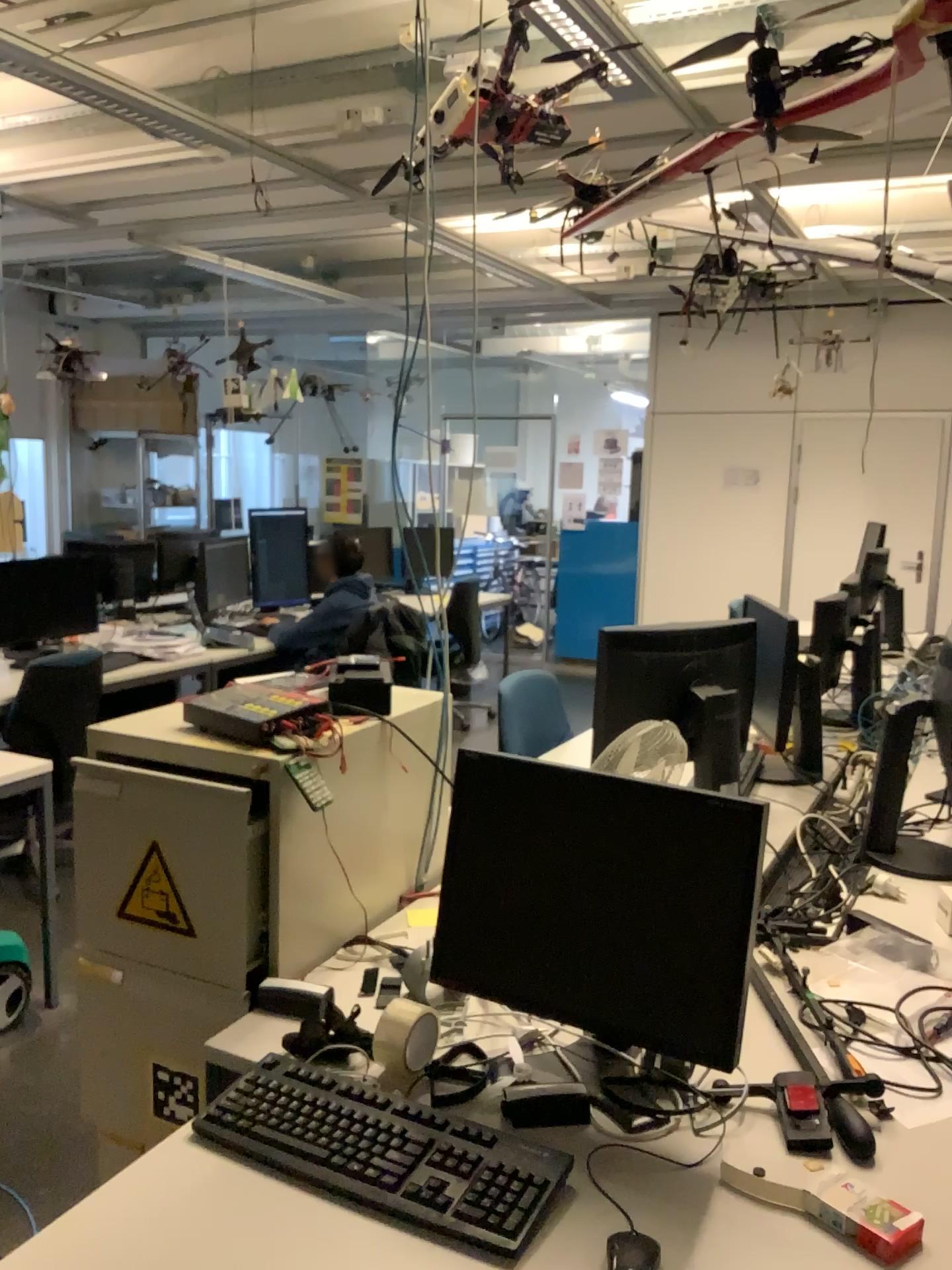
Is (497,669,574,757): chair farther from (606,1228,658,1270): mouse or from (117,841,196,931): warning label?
(606,1228,658,1270): mouse

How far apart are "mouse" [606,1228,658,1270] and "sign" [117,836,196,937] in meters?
0.9

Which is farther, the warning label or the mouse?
the warning label

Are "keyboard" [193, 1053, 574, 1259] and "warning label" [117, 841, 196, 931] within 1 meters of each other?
yes

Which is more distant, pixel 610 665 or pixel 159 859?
pixel 610 665

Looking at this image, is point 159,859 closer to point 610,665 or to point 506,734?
point 610,665

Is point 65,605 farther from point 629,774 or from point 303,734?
point 629,774

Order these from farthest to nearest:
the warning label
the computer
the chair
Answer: the chair < the computer < the warning label

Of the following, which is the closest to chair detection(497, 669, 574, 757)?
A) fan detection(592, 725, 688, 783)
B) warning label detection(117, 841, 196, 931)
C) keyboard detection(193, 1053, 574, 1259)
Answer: fan detection(592, 725, 688, 783)

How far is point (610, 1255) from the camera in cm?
116
